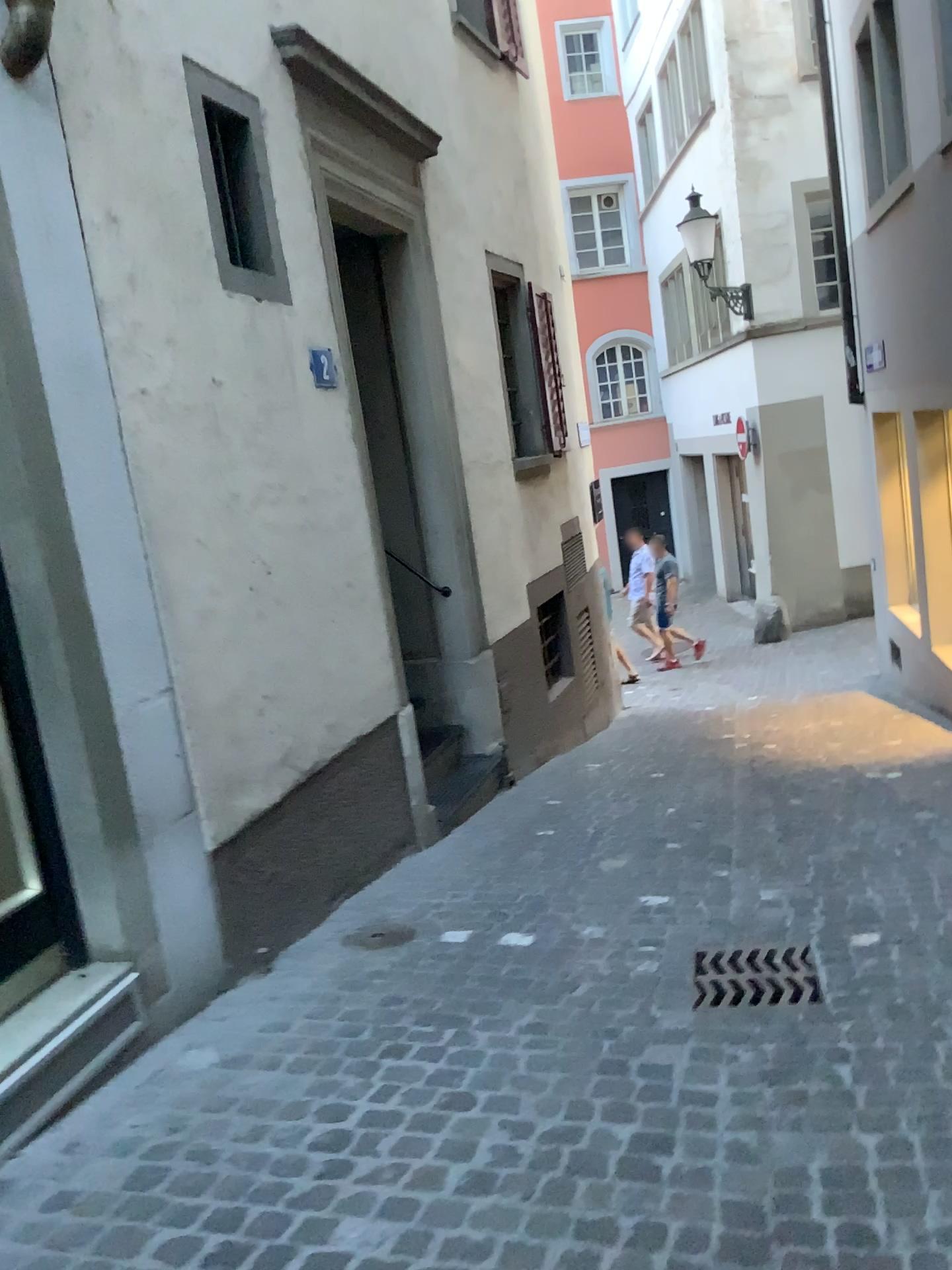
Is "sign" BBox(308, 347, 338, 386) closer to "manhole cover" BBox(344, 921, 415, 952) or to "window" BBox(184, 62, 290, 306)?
"window" BBox(184, 62, 290, 306)

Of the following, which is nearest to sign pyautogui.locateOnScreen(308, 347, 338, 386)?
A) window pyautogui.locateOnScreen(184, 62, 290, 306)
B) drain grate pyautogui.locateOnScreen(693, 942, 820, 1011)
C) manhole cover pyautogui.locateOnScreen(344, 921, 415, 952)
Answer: window pyautogui.locateOnScreen(184, 62, 290, 306)

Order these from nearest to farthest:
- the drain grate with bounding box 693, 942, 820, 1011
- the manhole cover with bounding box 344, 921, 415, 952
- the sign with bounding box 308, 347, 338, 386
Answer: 1. the drain grate with bounding box 693, 942, 820, 1011
2. the manhole cover with bounding box 344, 921, 415, 952
3. the sign with bounding box 308, 347, 338, 386

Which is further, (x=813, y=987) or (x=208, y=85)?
(x=208, y=85)

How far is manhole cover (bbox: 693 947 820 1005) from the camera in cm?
313

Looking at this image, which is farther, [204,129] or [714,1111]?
[204,129]

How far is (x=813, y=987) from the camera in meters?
3.1

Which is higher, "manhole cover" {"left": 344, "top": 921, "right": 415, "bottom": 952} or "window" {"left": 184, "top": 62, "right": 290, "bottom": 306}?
"window" {"left": 184, "top": 62, "right": 290, "bottom": 306}

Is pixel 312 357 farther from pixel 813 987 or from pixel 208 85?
pixel 813 987

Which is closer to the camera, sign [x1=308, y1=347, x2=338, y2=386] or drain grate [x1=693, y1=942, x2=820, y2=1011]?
drain grate [x1=693, y1=942, x2=820, y2=1011]
